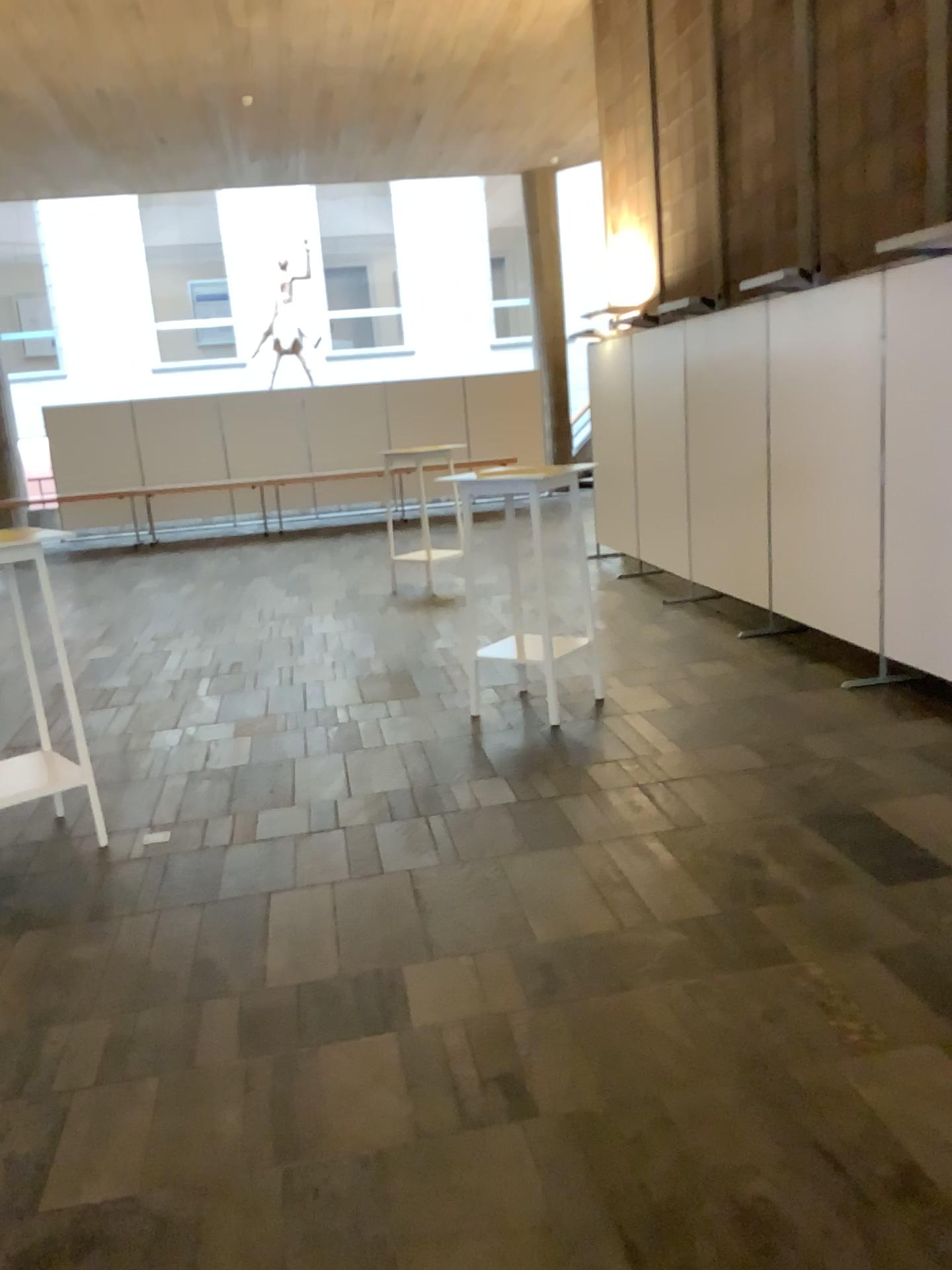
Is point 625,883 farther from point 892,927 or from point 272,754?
point 272,754

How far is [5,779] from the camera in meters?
3.9 m

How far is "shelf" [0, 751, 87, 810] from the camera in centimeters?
386cm
